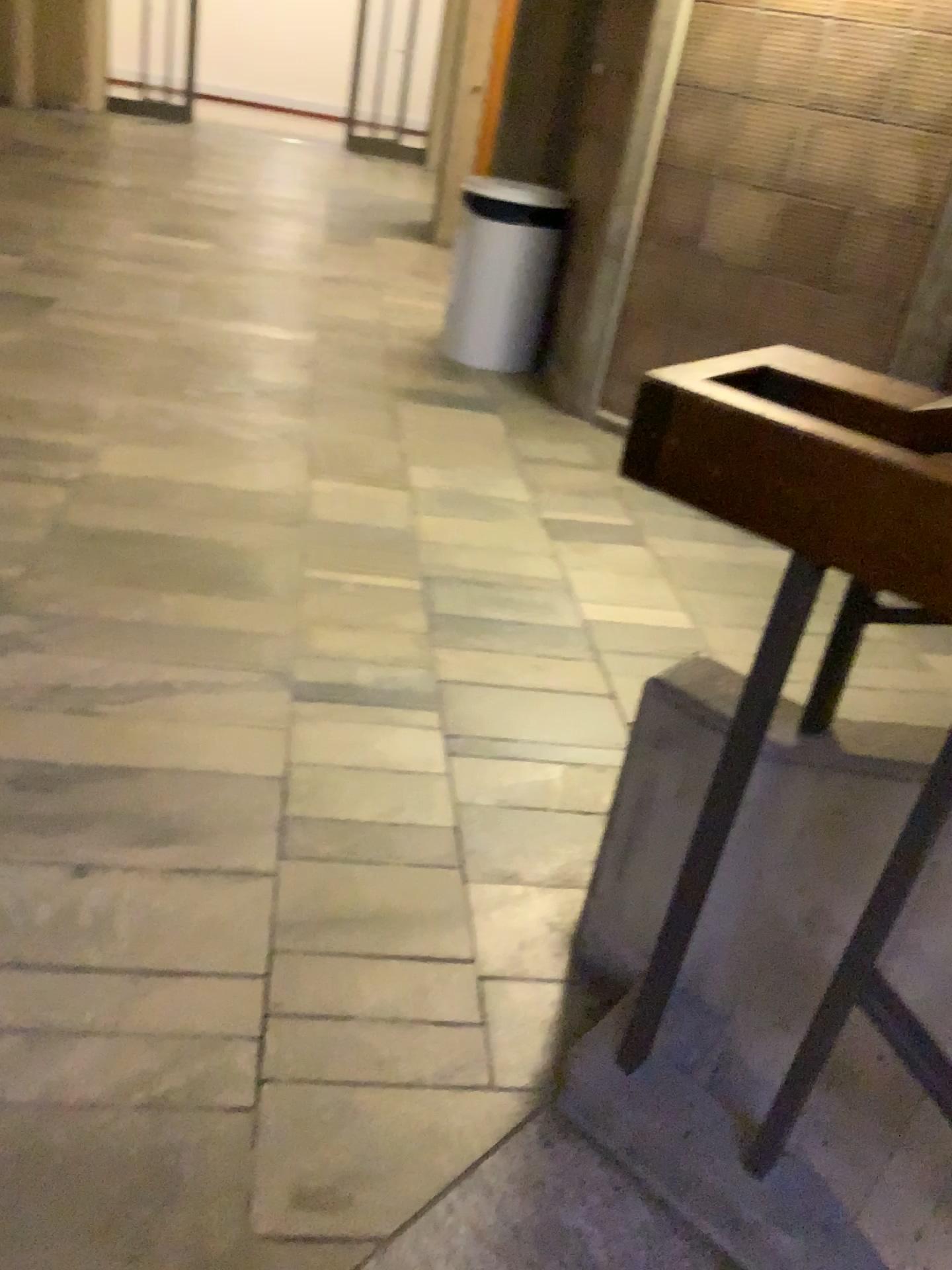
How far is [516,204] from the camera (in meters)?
4.39

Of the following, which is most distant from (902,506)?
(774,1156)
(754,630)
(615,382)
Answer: (615,382)

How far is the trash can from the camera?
4.4m

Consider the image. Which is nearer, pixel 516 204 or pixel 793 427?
pixel 793 427

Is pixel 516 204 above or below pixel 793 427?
below

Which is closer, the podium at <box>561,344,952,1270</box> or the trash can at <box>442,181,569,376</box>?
the podium at <box>561,344,952,1270</box>
